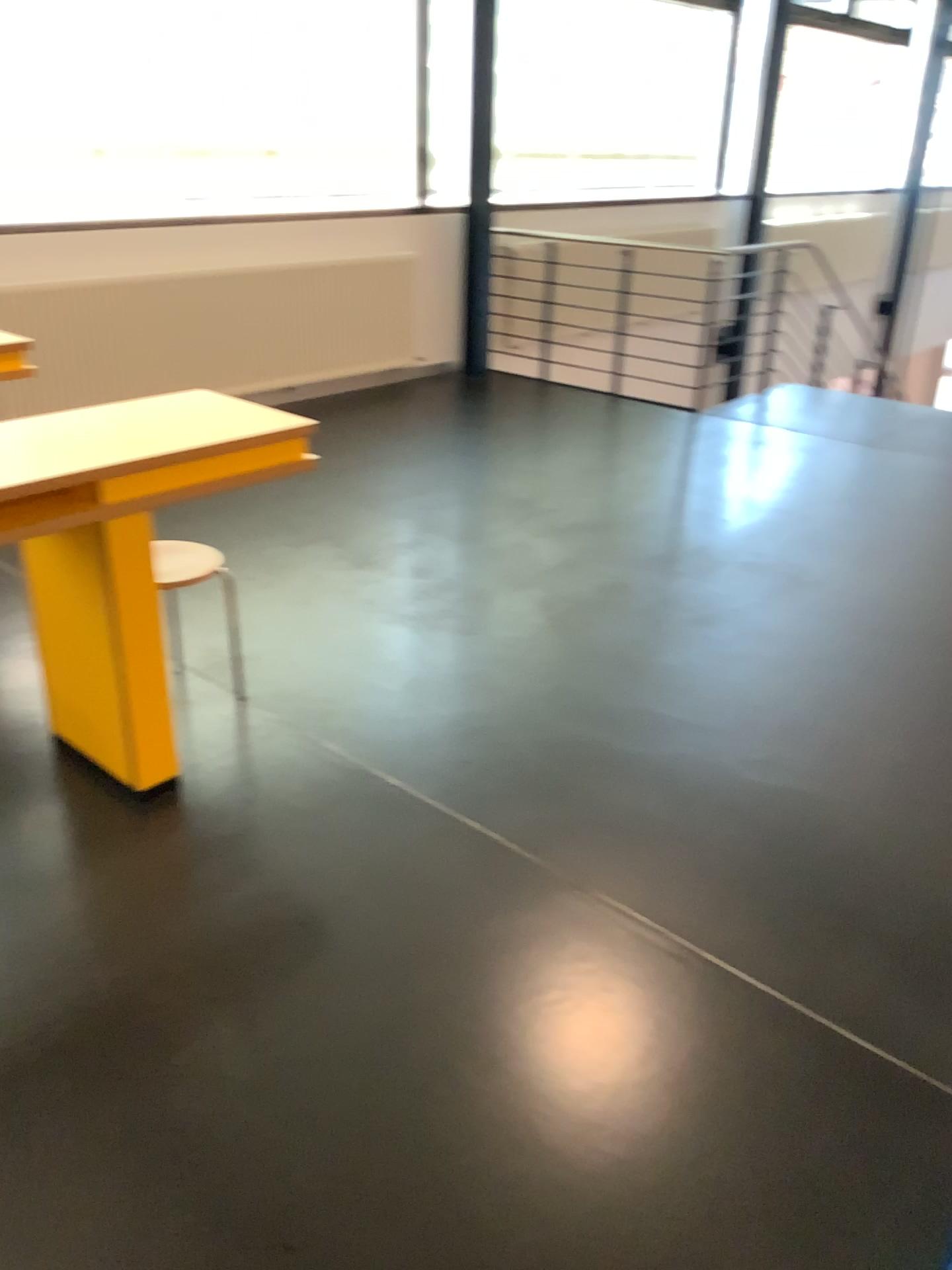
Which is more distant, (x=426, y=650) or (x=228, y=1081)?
(x=426, y=650)
